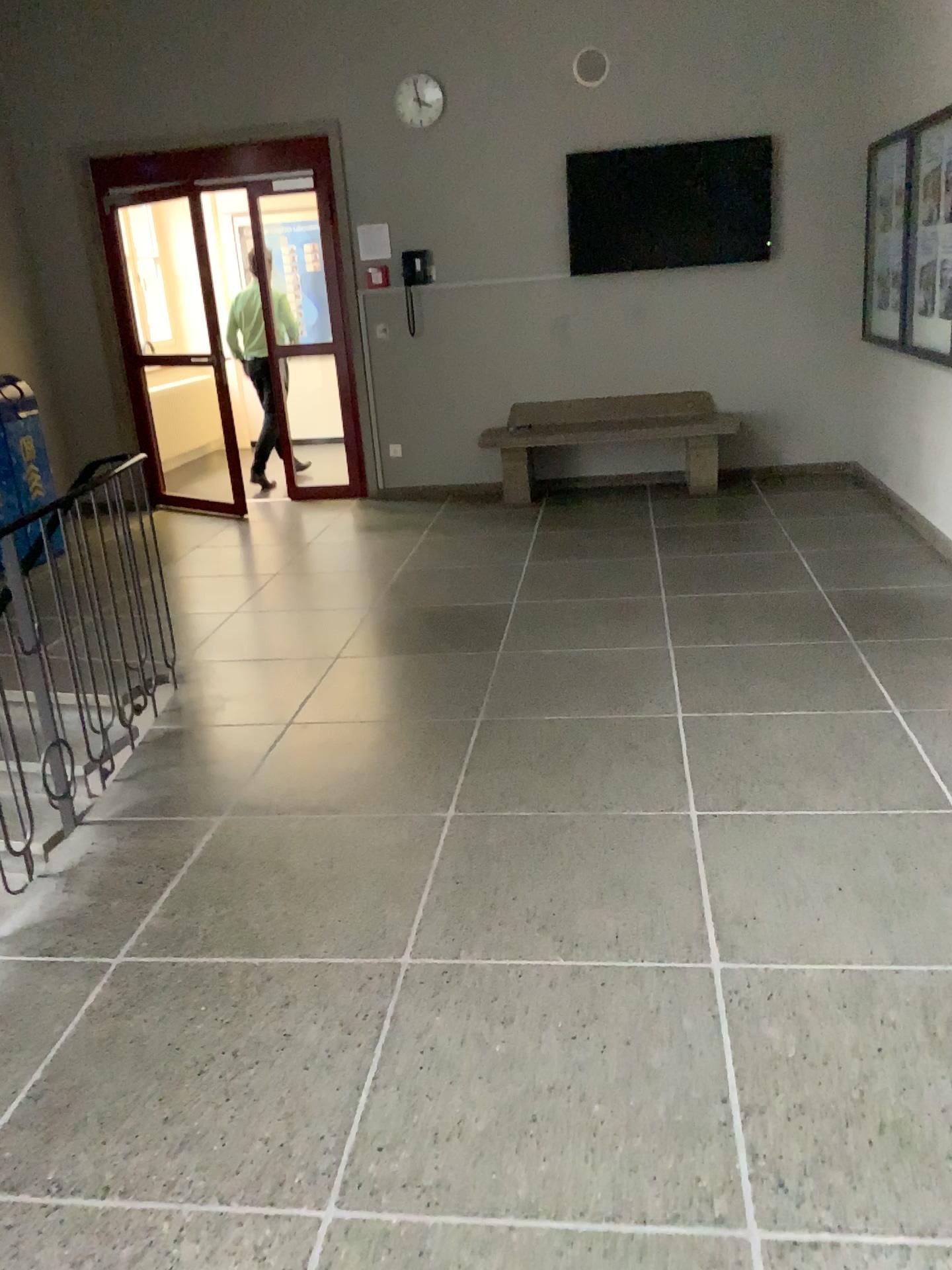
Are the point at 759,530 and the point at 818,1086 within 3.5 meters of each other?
no
